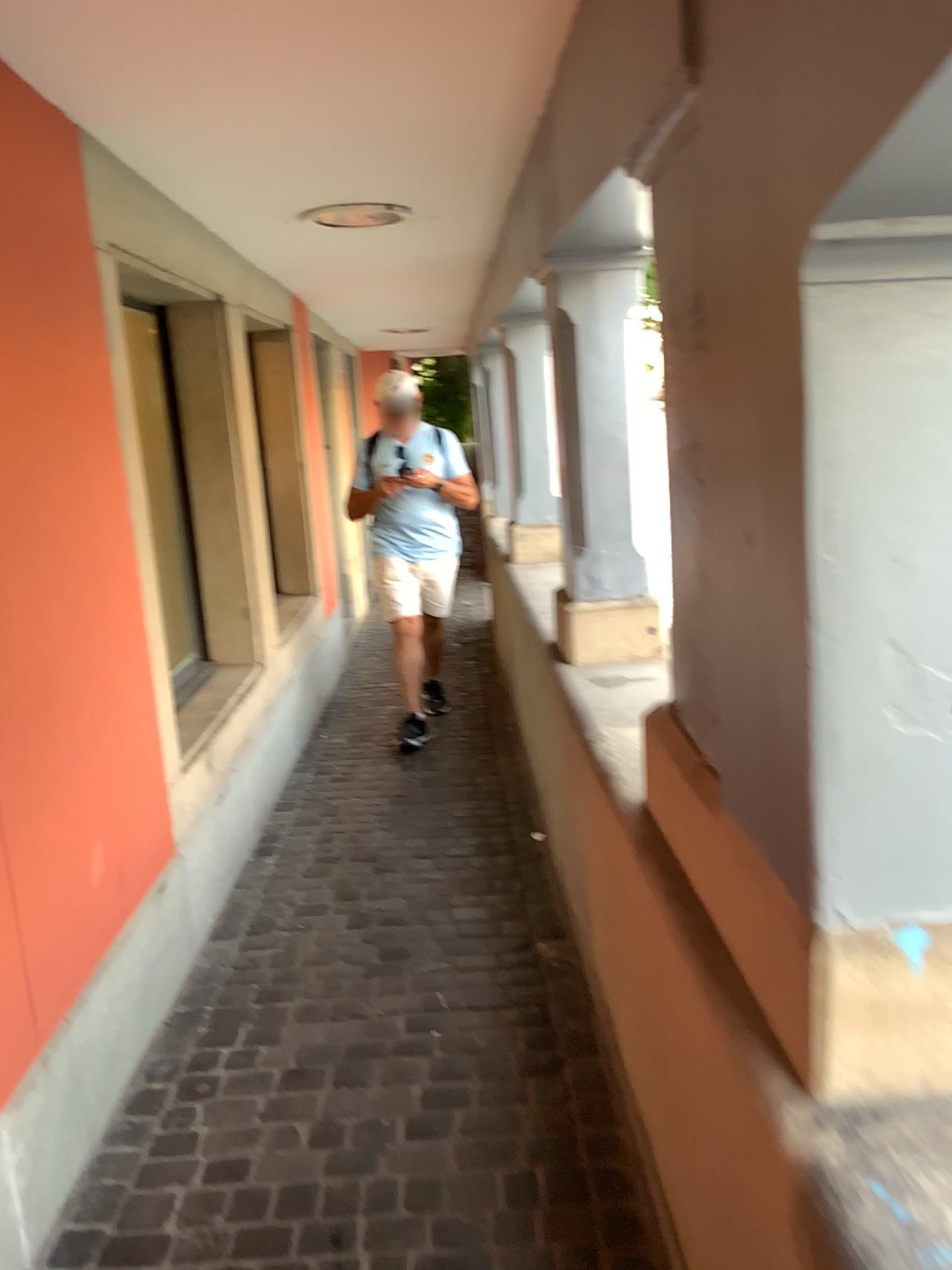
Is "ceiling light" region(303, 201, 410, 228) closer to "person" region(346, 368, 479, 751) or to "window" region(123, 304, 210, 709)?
"window" region(123, 304, 210, 709)

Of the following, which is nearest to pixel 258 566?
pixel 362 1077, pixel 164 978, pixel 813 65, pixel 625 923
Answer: pixel 164 978

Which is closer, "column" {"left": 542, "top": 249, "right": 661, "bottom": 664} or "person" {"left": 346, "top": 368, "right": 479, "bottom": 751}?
"column" {"left": 542, "top": 249, "right": 661, "bottom": 664}

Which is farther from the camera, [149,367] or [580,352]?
[149,367]

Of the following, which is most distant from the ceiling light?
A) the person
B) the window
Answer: the person

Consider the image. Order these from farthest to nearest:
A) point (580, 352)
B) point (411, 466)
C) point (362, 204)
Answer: point (411, 466)
point (362, 204)
point (580, 352)

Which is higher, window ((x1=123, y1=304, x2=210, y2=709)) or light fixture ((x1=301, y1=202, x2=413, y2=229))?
light fixture ((x1=301, y1=202, x2=413, y2=229))

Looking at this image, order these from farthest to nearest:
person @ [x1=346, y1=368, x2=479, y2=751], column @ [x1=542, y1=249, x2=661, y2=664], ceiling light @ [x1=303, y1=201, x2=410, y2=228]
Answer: person @ [x1=346, y1=368, x2=479, y2=751], ceiling light @ [x1=303, y1=201, x2=410, y2=228], column @ [x1=542, y1=249, x2=661, y2=664]

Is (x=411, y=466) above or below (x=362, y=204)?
below

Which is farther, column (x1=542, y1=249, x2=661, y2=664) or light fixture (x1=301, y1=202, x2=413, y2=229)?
light fixture (x1=301, y1=202, x2=413, y2=229)
